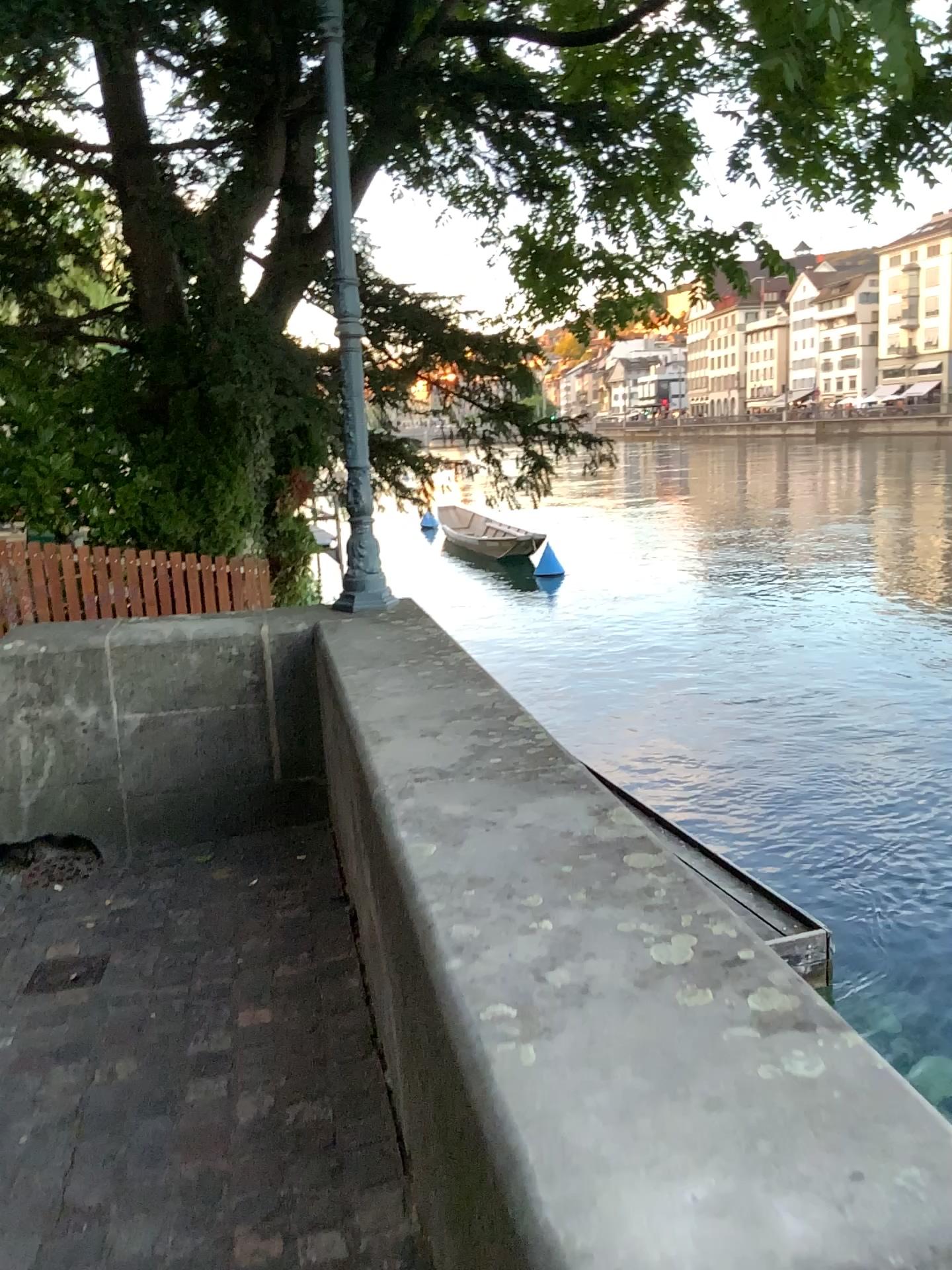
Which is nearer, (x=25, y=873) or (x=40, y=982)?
(x=40, y=982)

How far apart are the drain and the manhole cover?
0.7 meters

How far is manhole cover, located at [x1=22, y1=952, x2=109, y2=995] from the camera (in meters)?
2.90

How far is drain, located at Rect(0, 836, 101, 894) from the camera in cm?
374

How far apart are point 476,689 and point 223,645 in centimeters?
143cm

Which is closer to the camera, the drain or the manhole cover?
the manhole cover

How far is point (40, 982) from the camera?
2.9 meters

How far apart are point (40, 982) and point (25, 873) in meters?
0.9 m
